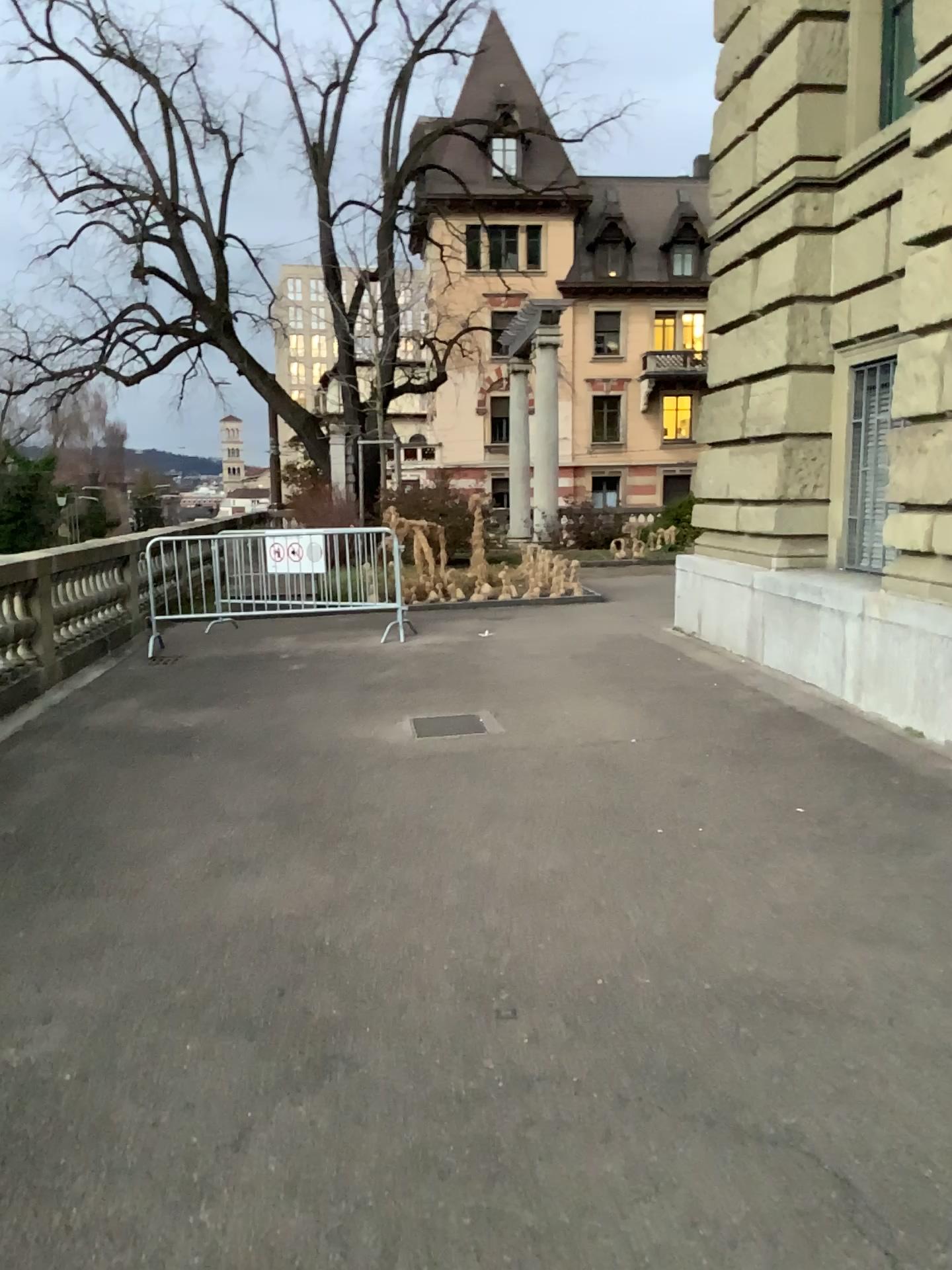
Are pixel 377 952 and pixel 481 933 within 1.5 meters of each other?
yes
